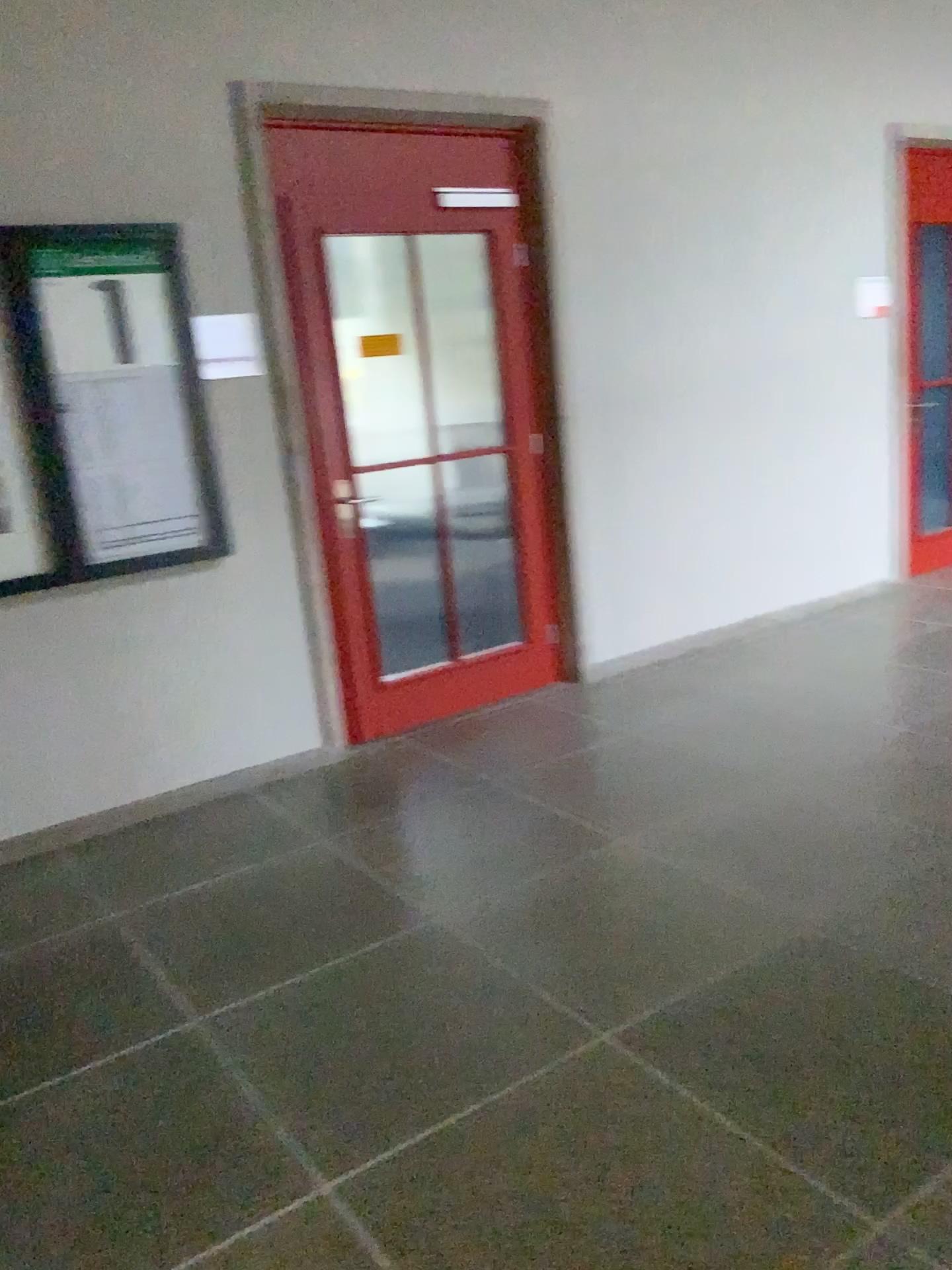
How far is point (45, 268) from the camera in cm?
336

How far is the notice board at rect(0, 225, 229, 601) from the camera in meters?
3.4

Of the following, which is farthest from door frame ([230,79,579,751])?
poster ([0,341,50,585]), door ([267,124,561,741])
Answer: poster ([0,341,50,585])

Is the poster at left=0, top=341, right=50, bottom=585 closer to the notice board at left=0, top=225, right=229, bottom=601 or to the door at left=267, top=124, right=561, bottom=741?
the notice board at left=0, top=225, right=229, bottom=601

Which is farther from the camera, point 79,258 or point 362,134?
point 362,134

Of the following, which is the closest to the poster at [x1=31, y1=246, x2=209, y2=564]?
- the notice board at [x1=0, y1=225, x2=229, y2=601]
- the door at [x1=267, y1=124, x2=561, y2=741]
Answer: the notice board at [x1=0, y1=225, x2=229, y2=601]

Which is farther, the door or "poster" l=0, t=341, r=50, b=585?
the door

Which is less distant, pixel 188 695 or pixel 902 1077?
pixel 902 1077

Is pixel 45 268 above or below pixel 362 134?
below

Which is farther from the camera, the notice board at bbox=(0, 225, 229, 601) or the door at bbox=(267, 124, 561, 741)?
the door at bbox=(267, 124, 561, 741)
